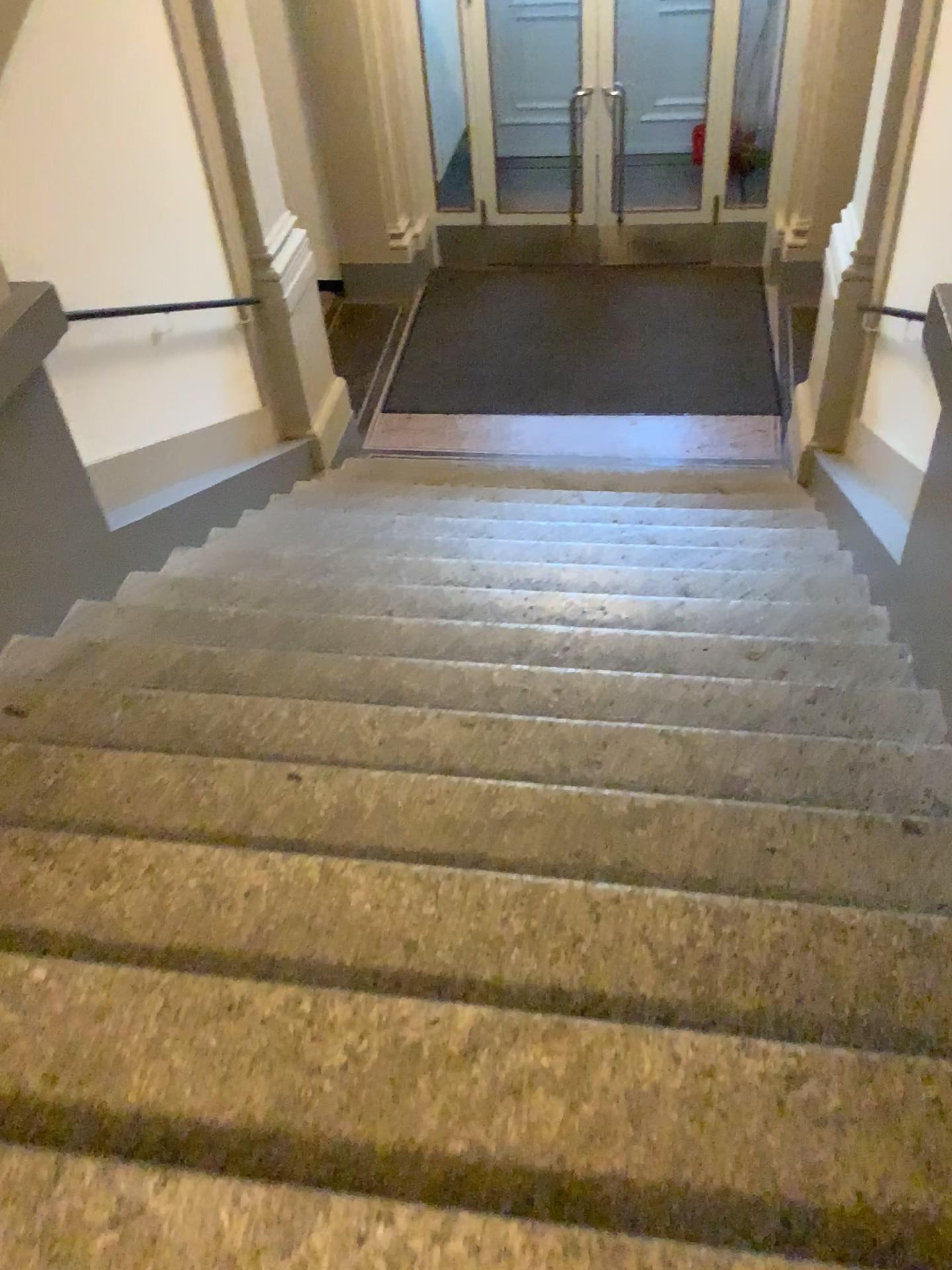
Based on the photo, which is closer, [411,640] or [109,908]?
[109,908]
